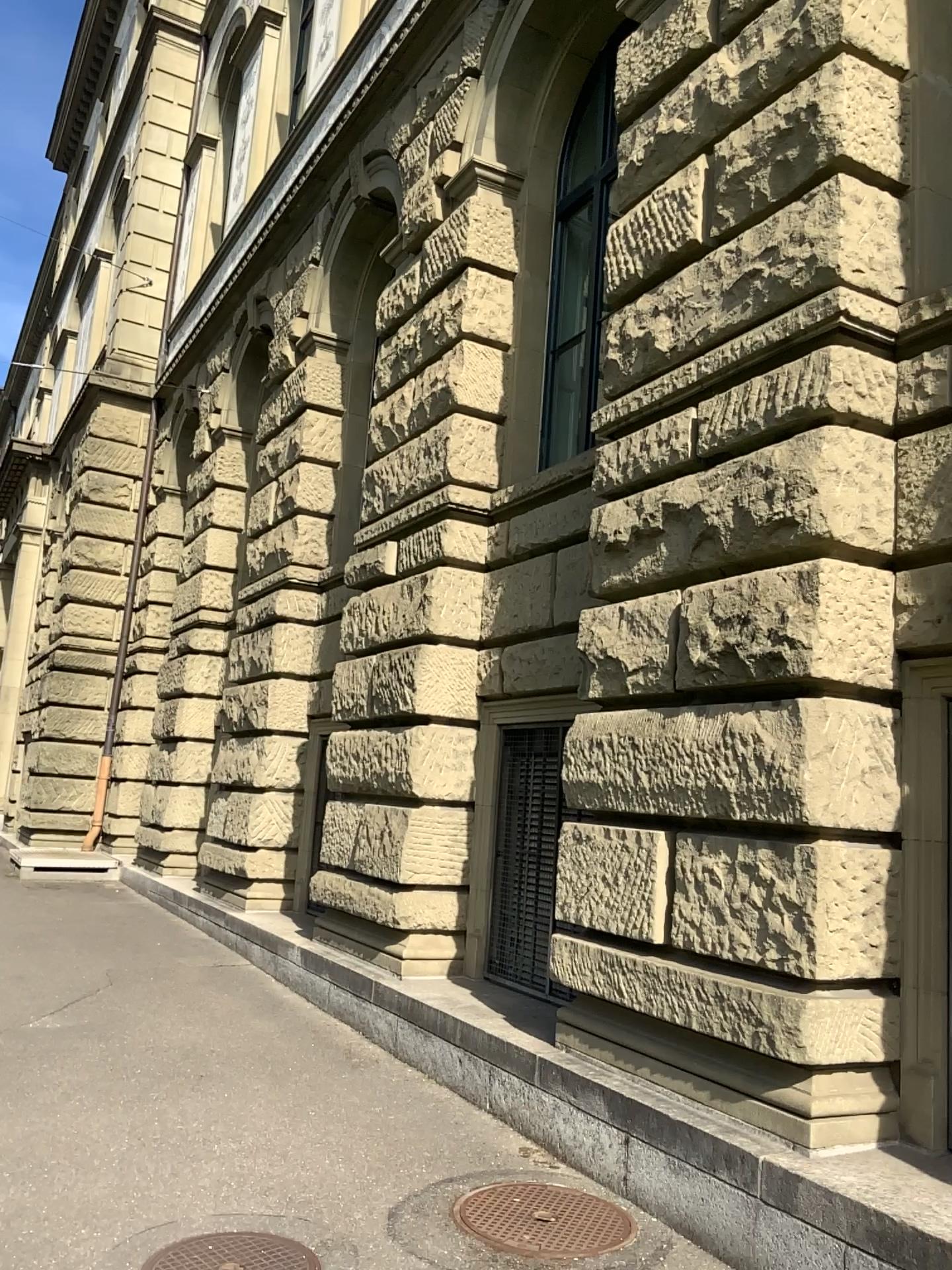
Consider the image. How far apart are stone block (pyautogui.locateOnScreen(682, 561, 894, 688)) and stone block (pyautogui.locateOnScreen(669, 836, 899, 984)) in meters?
0.6 m

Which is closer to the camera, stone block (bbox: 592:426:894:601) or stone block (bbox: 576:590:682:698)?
stone block (bbox: 592:426:894:601)

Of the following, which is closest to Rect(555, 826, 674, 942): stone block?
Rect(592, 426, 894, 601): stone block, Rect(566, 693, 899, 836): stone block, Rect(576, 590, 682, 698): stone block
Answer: Rect(566, 693, 899, 836): stone block

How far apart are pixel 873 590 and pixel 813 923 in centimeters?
120cm

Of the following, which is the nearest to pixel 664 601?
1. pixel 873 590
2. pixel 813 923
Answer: pixel 873 590

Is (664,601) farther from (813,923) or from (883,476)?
(813,923)

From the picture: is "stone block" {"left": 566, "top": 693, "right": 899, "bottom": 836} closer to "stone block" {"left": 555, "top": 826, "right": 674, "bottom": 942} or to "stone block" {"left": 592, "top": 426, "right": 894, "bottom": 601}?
"stone block" {"left": 555, "top": 826, "right": 674, "bottom": 942}

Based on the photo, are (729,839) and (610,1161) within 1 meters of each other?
no

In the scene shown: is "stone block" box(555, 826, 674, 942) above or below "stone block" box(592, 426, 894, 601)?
below

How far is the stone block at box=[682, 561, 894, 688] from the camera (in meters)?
3.83
